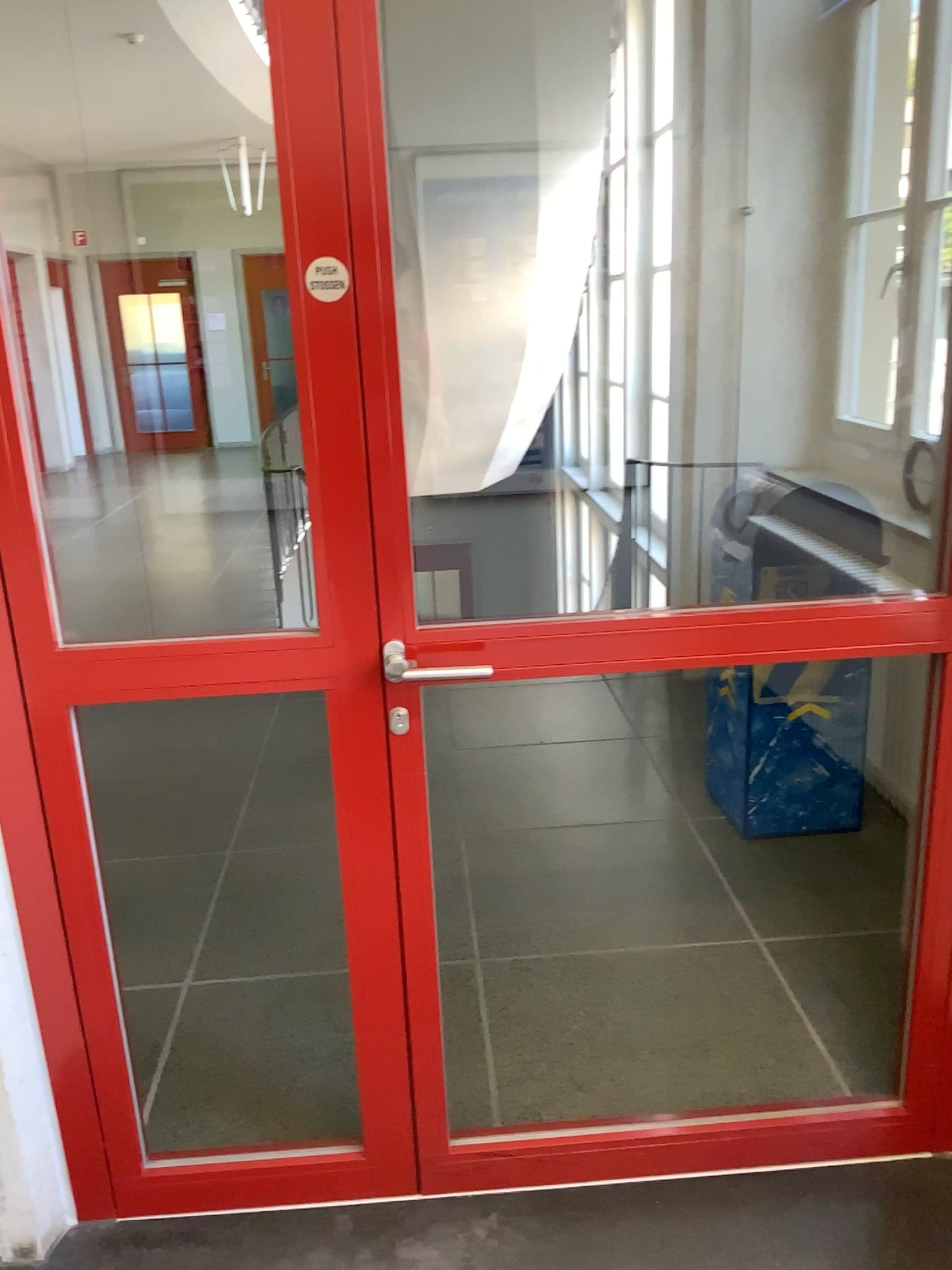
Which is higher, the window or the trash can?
the window

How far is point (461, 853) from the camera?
3.2 meters

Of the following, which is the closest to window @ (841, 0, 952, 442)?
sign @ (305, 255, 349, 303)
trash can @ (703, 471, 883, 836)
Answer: trash can @ (703, 471, 883, 836)

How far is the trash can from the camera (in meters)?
3.00

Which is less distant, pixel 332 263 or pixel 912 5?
pixel 332 263

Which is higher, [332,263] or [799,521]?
[332,263]

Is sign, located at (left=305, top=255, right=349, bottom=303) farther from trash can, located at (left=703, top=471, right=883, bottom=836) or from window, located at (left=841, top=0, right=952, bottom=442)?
window, located at (left=841, top=0, right=952, bottom=442)

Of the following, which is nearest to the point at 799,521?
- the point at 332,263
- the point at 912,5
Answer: the point at 912,5

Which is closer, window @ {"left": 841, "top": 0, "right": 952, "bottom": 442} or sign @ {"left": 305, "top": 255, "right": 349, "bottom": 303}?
sign @ {"left": 305, "top": 255, "right": 349, "bottom": 303}
